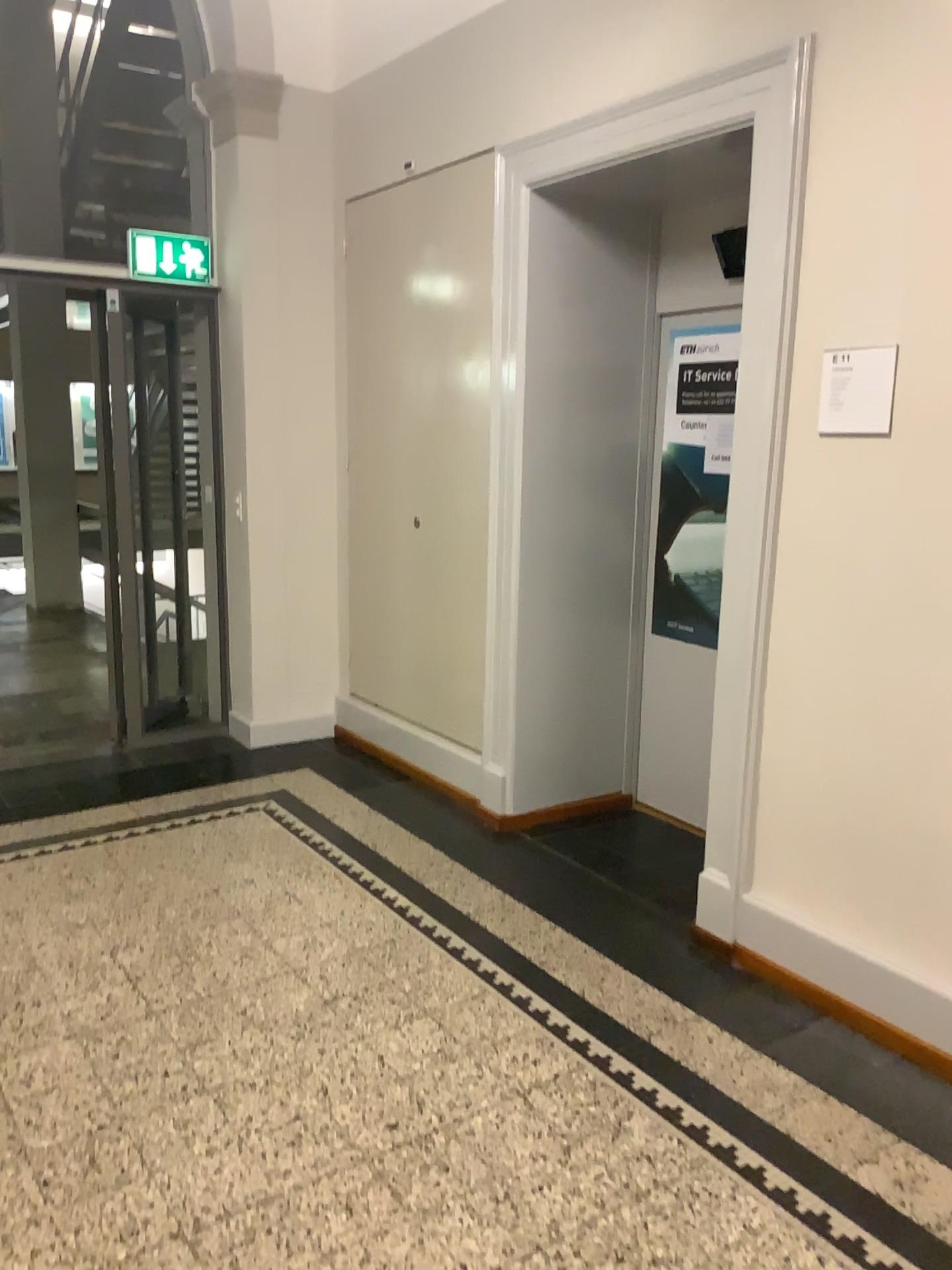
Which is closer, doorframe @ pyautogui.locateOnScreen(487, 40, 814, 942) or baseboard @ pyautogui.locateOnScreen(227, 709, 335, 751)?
doorframe @ pyautogui.locateOnScreen(487, 40, 814, 942)

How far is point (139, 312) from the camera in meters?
4.8

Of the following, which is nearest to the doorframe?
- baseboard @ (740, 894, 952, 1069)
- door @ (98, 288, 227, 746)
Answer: baseboard @ (740, 894, 952, 1069)

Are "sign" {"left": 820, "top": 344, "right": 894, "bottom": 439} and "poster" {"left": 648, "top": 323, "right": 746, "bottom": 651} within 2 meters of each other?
yes

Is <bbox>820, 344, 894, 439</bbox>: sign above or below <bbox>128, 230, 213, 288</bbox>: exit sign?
below

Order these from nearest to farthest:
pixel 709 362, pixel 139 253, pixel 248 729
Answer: pixel 709 362 < pixel 139 253 < pixel 248 729

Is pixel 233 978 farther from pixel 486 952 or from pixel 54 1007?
pixel 486 952

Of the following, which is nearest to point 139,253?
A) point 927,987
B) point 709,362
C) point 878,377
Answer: point 709,362

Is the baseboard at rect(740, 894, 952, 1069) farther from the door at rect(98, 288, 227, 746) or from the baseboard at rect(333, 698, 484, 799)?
the door at rect(98, 288, 227, 746)

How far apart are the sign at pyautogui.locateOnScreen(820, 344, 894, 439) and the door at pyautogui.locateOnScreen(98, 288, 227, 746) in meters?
3.1
